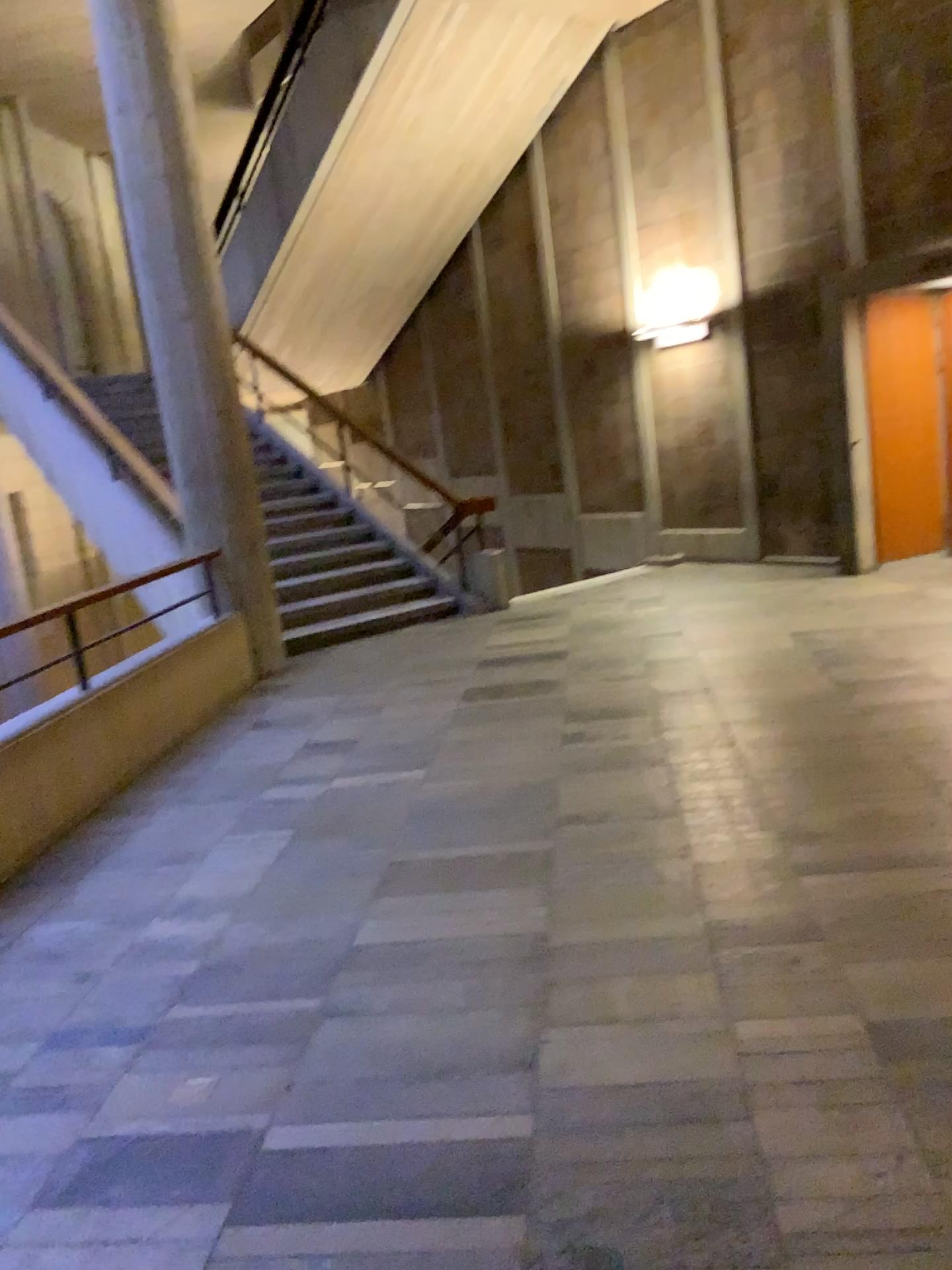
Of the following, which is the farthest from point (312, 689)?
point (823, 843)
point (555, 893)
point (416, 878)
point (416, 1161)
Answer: point (416, 1161)
